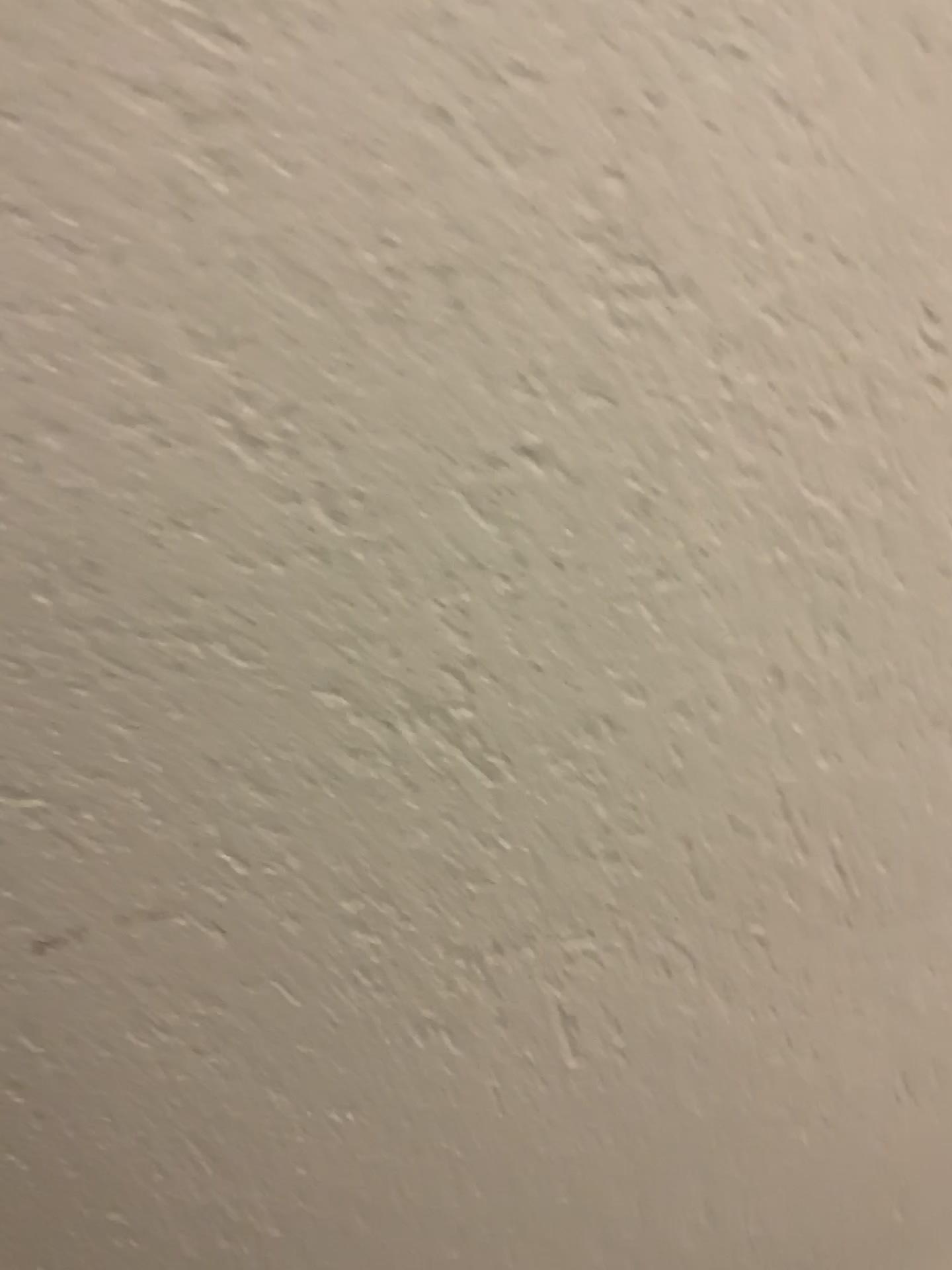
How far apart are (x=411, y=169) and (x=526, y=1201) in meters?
A: 0.3
